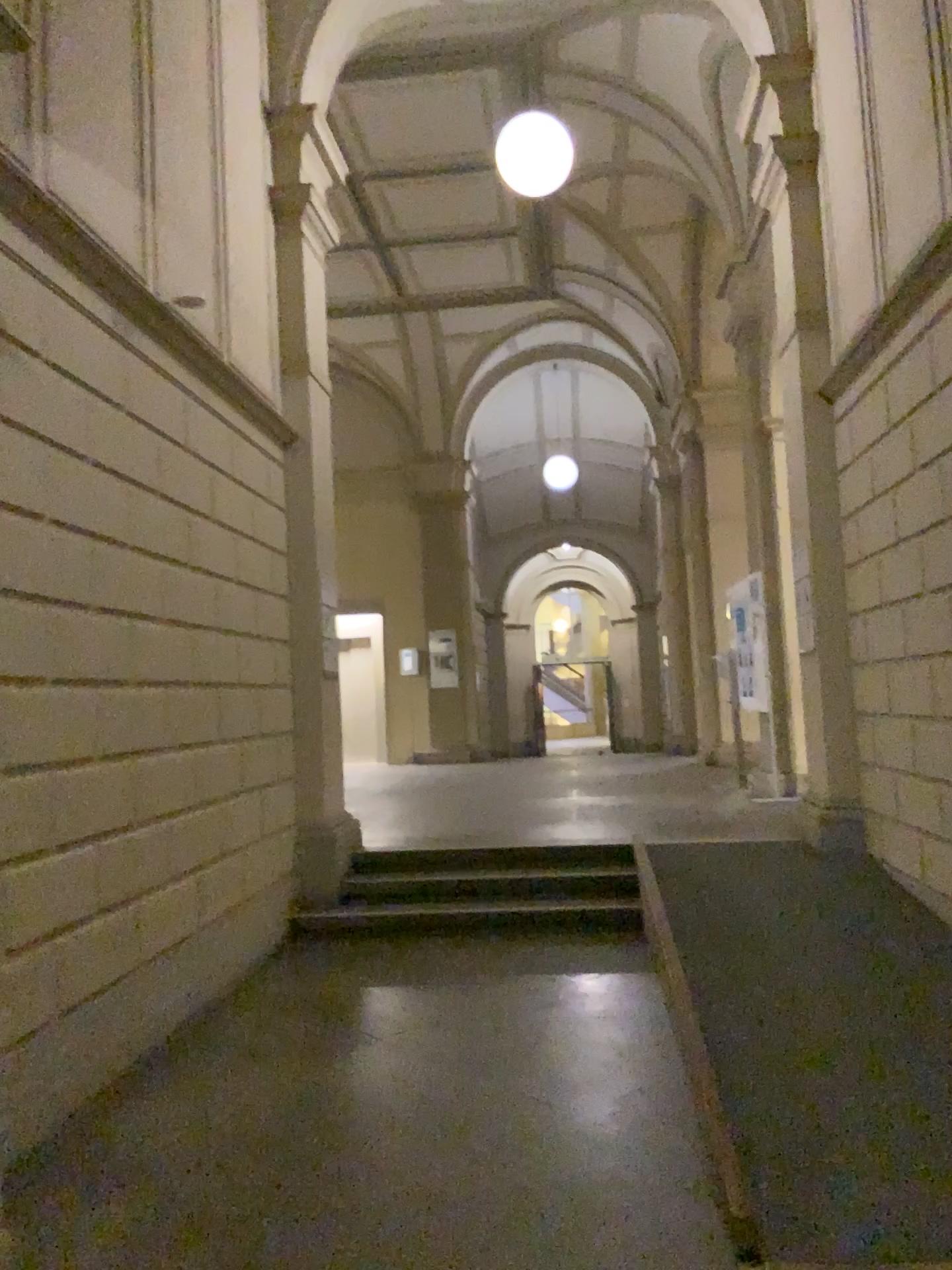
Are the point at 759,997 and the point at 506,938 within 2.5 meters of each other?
yes
